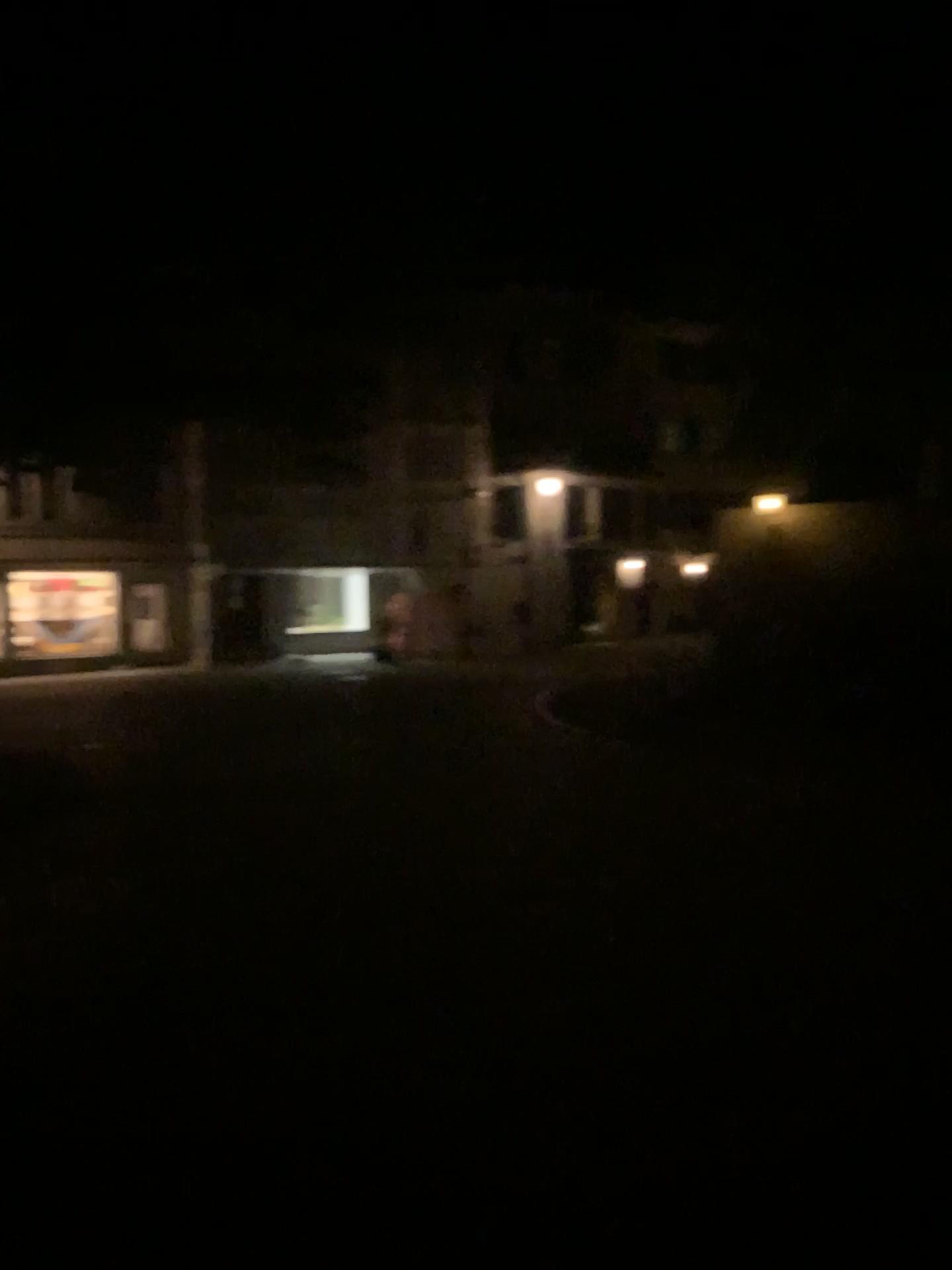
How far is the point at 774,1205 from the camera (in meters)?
2.70
